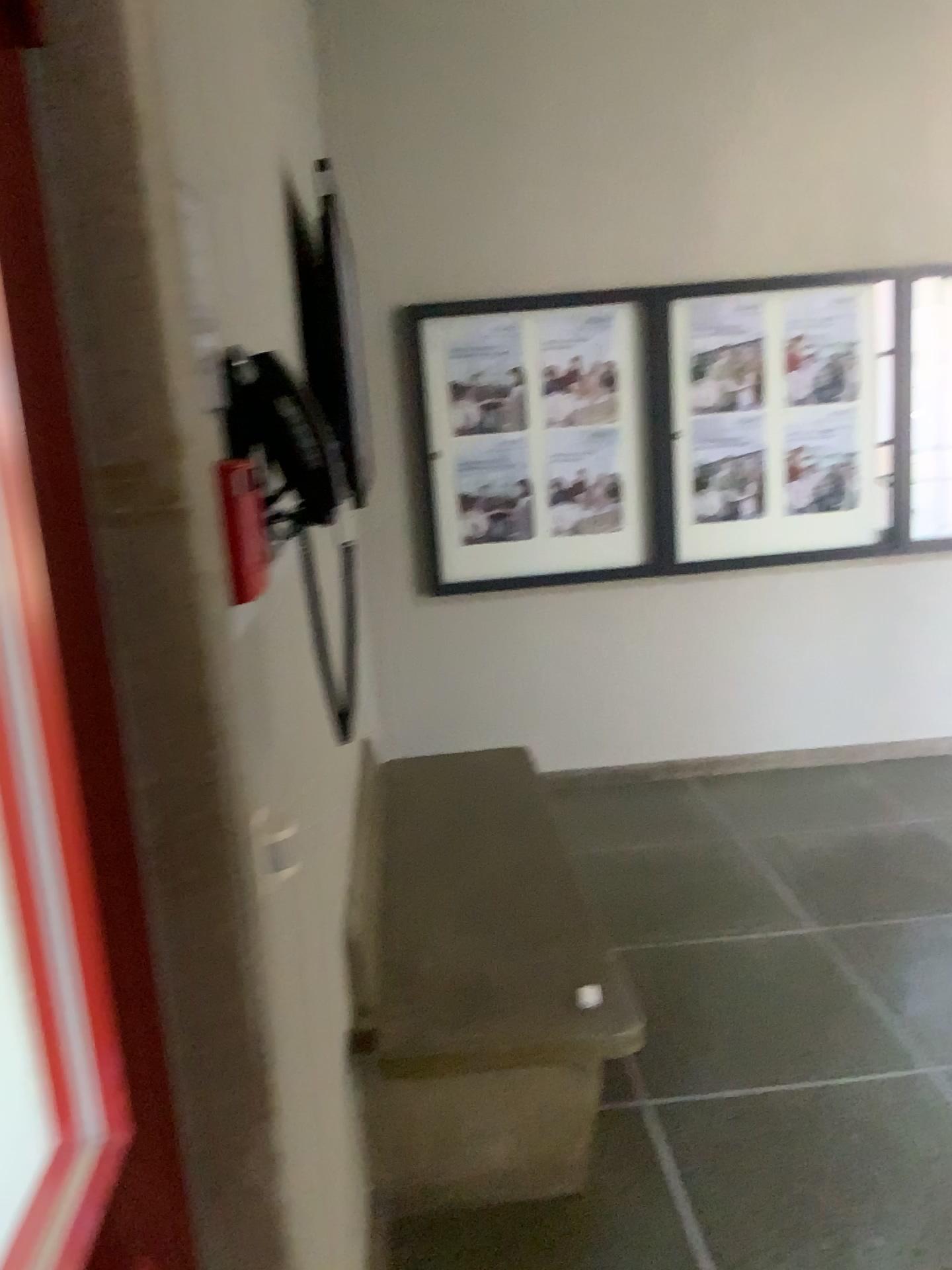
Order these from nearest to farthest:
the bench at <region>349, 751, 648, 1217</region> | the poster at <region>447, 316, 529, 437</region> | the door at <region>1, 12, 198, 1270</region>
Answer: the door at <region>1, 12, 198, 1270</region>, the bench at <region>349, 751, 648, 1217</region>, the poster at <region>447, 316, 529, 437</region>

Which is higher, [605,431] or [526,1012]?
[605,431]

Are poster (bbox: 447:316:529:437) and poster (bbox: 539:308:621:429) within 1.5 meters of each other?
→ yes

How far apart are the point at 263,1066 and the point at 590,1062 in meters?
1.3

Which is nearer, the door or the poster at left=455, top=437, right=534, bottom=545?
the door

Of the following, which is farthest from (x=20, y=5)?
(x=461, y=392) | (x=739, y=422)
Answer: (x=739, y=422)

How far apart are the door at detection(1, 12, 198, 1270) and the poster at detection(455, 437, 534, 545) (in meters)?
3.30

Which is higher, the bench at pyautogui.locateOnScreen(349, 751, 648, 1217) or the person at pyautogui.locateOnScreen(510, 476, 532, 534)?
the person at pyautogui.locateOnScreen(510, 476, 532, 534)

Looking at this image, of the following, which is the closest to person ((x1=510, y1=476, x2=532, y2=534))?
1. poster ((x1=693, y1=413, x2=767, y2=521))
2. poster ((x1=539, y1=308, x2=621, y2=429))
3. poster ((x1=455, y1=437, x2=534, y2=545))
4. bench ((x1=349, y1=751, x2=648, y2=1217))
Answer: poster ((x1=455, y1=437, x2=534, y2=545))

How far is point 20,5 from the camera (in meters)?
0.67
